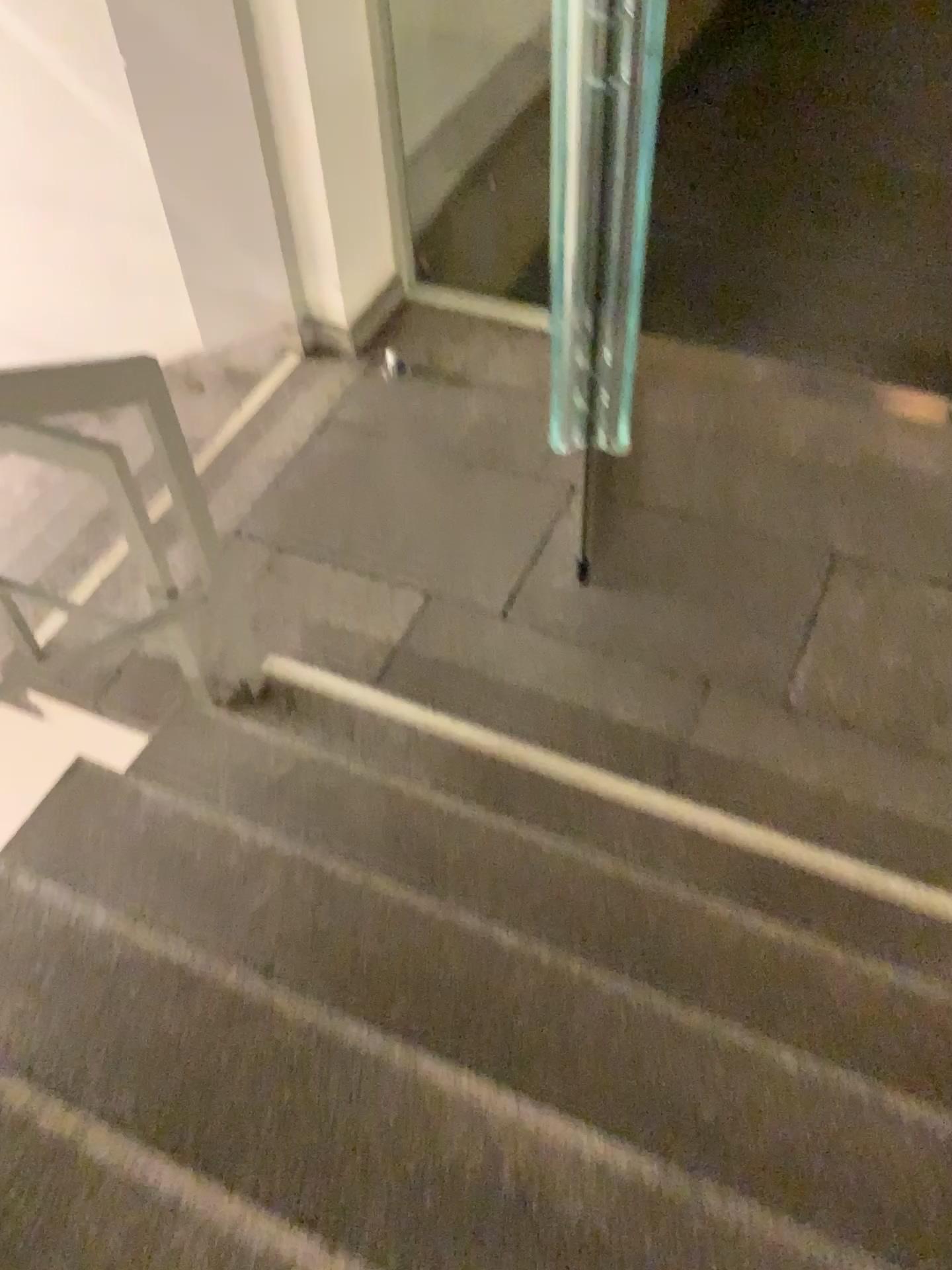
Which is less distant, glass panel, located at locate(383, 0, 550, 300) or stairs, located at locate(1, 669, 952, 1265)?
stairs, located at locate(1, 669, 952, 1265)

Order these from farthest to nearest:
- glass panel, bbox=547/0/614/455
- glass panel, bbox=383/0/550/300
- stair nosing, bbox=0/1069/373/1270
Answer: glass panel, bbox=383/0/550/300, glass panel, bbox=547/0/614/455, stair nosing, bbox=0/1069/373/1270

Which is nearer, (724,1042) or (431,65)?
(724,1042)

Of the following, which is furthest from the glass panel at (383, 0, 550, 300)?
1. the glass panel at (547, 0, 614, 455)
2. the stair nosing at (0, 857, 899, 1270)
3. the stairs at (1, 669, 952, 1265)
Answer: the stair nosing at (0, 857, 899, 1270)

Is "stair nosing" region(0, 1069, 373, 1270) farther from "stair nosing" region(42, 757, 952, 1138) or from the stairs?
"stair nosing" region(42, 757, 952, 1138)

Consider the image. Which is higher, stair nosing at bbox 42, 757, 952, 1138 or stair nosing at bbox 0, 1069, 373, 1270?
stair nosing at bbox 0, 1069, 373, 1270

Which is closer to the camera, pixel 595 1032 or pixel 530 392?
pixel 595 1032

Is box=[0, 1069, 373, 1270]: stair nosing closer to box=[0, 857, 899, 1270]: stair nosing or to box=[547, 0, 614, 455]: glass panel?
box=[0, 857, 899, 1270]: stair nosing

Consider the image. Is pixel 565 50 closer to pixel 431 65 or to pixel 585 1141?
pixel 431 65

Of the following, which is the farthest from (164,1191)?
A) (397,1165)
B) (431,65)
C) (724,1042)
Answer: (431,65)
